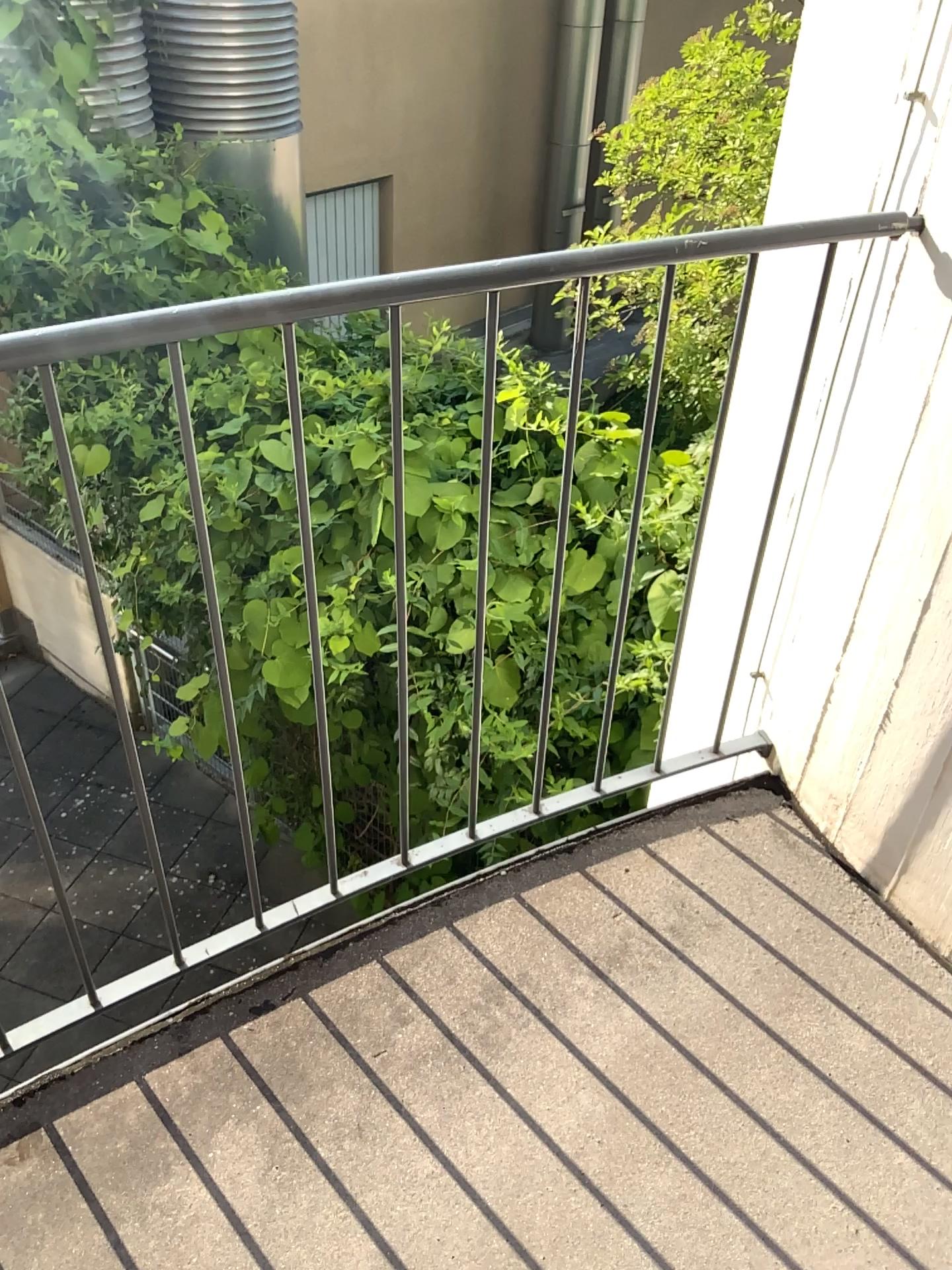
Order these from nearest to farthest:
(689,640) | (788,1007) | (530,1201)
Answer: (530,1201) < (788,1007) < (689,640)
